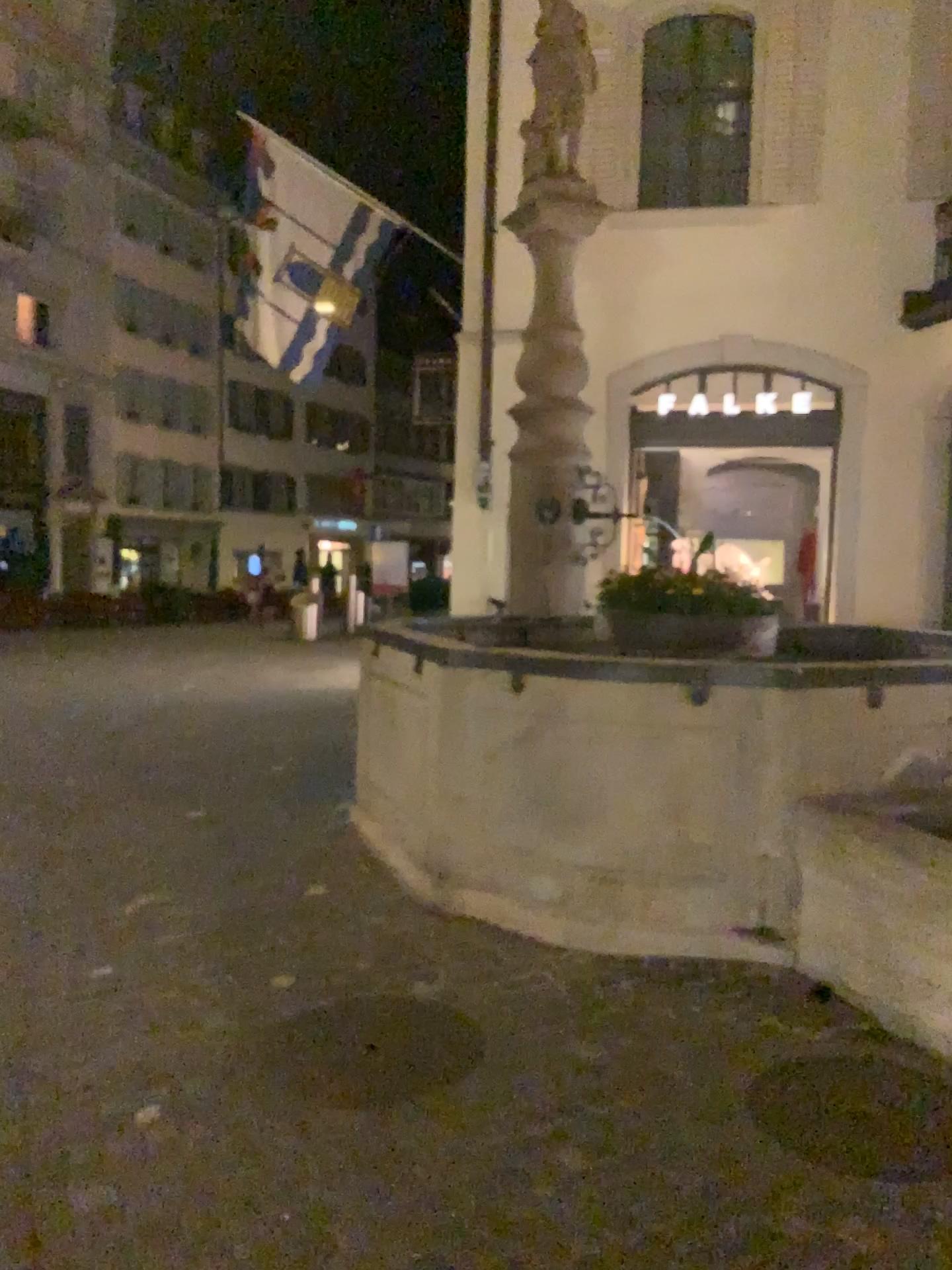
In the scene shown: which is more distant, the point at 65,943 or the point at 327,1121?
the point at 65,943

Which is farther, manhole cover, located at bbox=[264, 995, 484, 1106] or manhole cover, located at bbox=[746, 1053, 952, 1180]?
manhole cover, located at bbox=[264, 995, 484, 1106]

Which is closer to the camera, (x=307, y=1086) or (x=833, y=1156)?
(x=833, y=1156)
